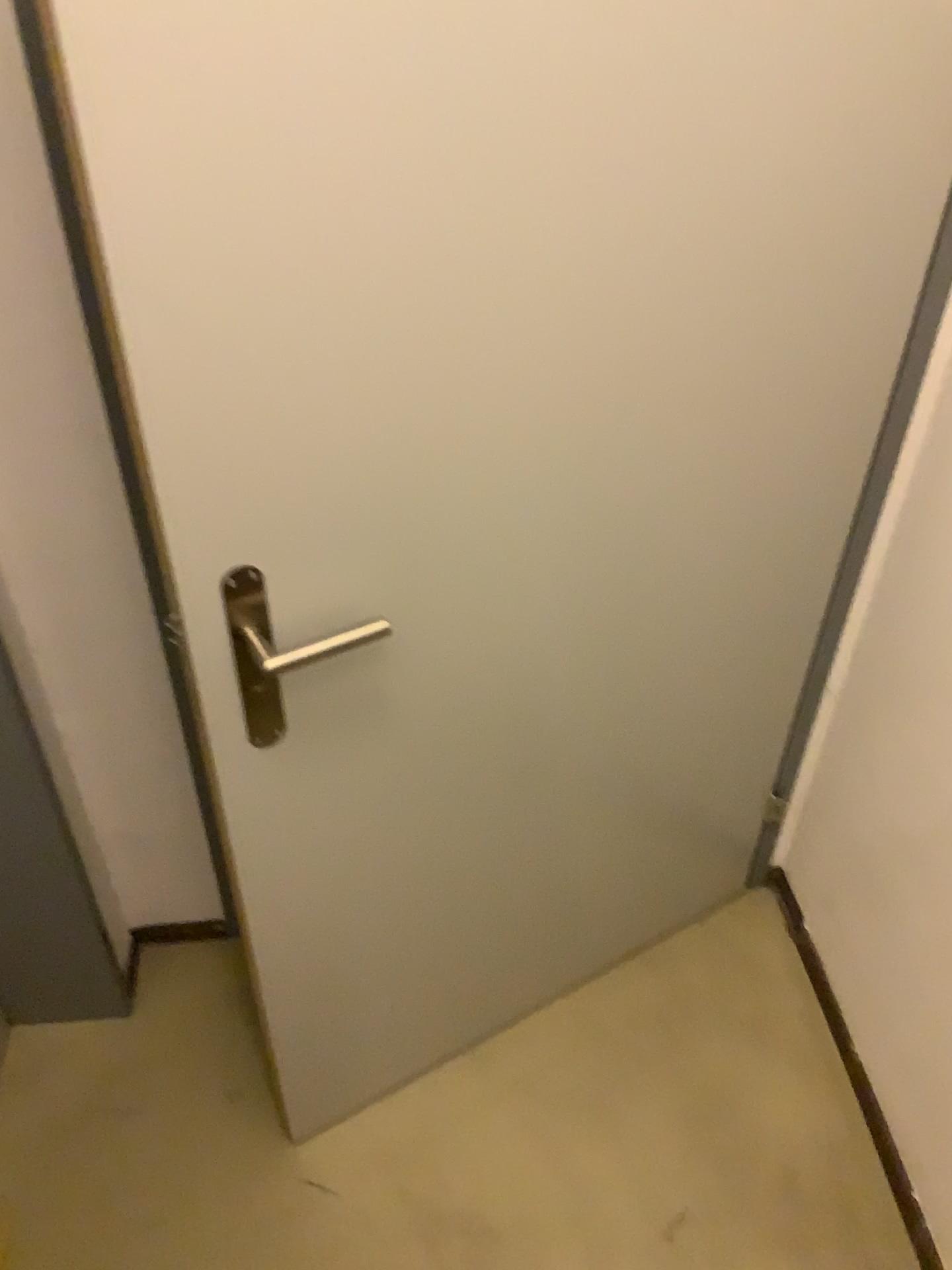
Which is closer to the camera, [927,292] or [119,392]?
[119,392]

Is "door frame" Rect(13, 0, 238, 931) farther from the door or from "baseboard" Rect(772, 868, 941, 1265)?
"baseboard" Rect(772, 868, 941, 1265)

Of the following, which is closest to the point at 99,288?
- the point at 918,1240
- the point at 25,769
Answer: the point at 25,769

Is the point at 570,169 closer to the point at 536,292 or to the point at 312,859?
the point at 536,292

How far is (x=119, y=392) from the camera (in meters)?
0.84

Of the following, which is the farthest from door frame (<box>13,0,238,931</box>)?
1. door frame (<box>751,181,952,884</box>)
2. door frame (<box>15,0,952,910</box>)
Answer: door frame (<box>751,181,952,884</box>)

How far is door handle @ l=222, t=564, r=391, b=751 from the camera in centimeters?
98cm

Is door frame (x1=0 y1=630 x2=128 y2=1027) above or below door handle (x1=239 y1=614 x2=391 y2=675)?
→ below

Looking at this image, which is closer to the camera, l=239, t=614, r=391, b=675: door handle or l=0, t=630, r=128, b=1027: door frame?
l=239, t=614, r=391, b=675: door handle

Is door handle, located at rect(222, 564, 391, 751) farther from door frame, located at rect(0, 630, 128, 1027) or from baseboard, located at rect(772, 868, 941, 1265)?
baseboard, located at rect(772, 868, 941, 1265)
